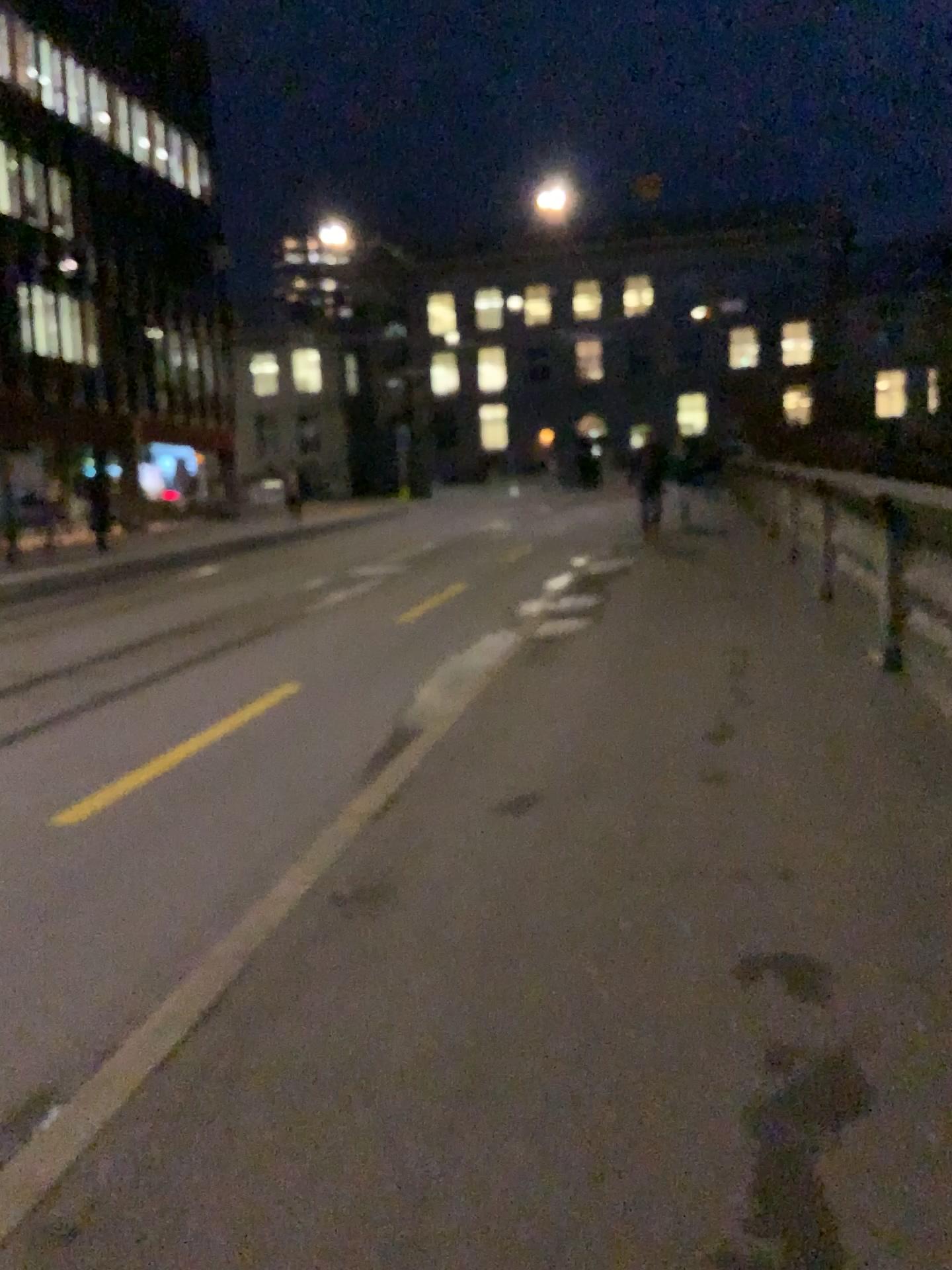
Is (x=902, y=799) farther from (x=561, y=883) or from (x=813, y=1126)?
(x=813, y=1126)
